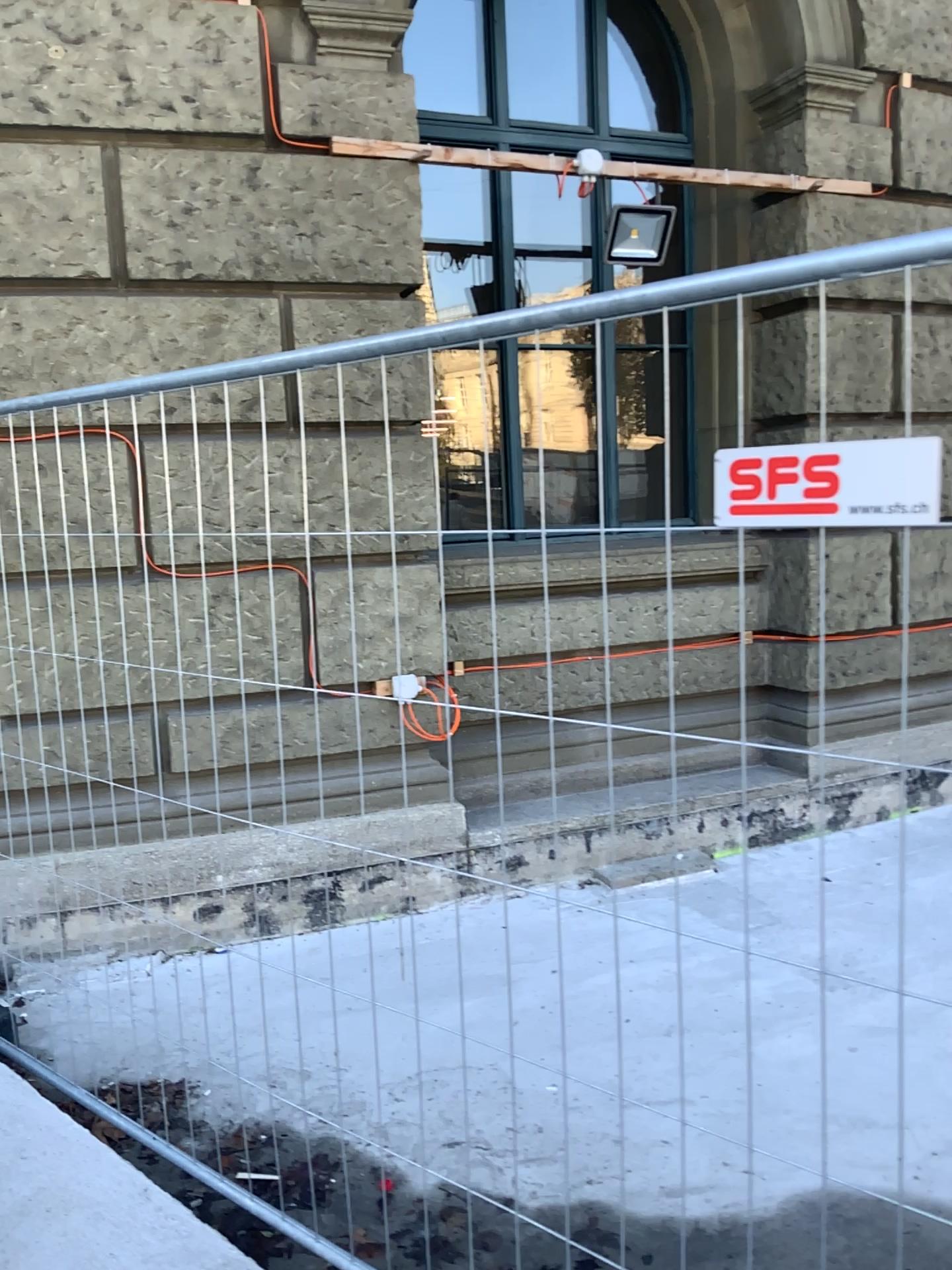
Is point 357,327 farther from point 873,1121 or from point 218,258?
point 873,1121
